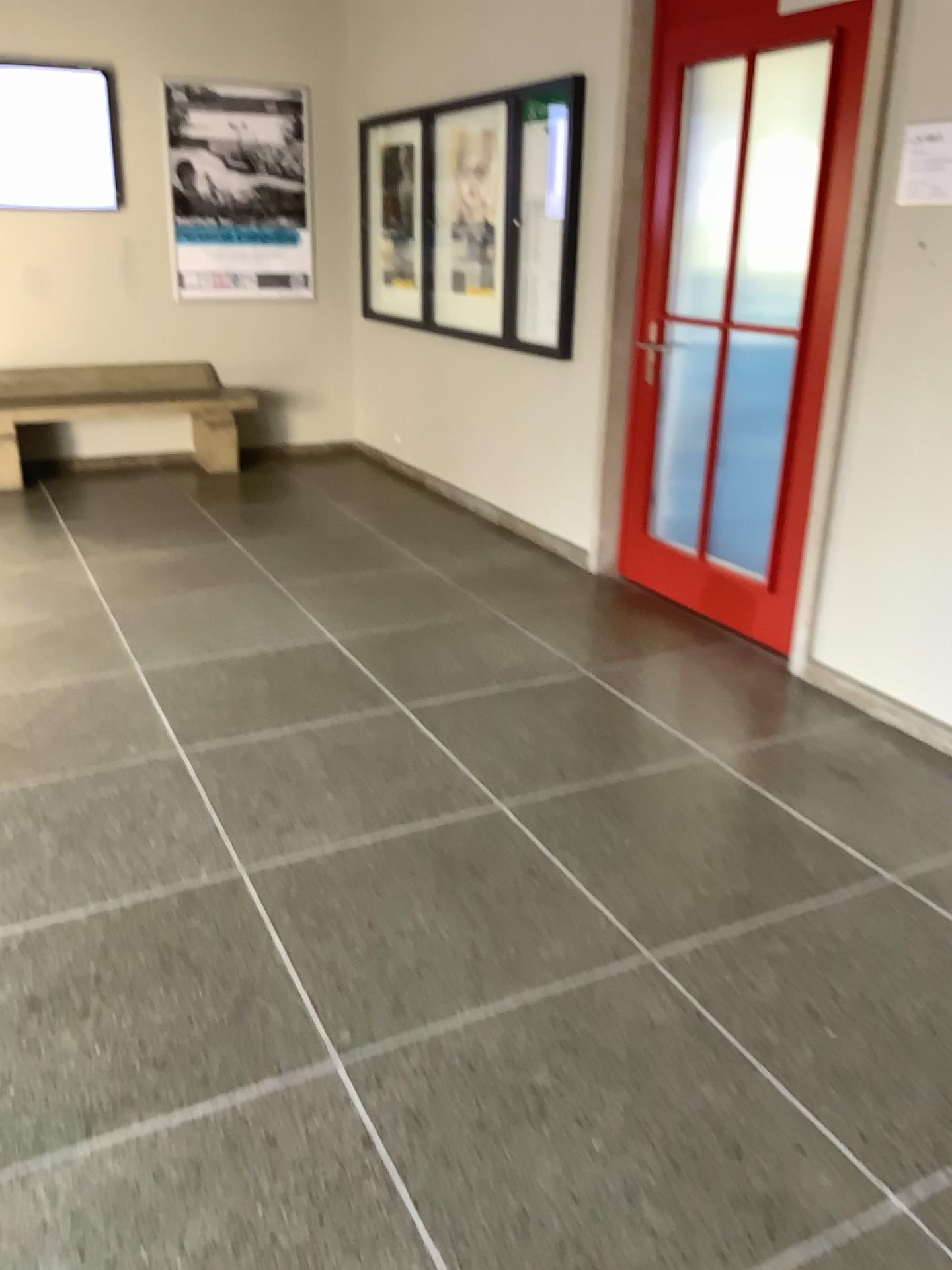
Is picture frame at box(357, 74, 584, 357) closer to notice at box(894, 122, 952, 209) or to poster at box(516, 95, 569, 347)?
poster at box(516, 95, 569, 347)

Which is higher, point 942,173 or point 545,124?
point 545,124

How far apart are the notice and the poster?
1.9 meters

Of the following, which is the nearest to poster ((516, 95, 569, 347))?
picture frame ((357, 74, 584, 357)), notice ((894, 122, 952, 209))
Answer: picture frame ((357, 74, 584, 357))

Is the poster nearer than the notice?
No

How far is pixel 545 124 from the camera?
4.6m

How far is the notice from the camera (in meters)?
2.88

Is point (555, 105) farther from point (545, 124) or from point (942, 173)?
point (942, 173)

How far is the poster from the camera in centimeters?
459cm

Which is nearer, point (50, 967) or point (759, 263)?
point (50, 967)
